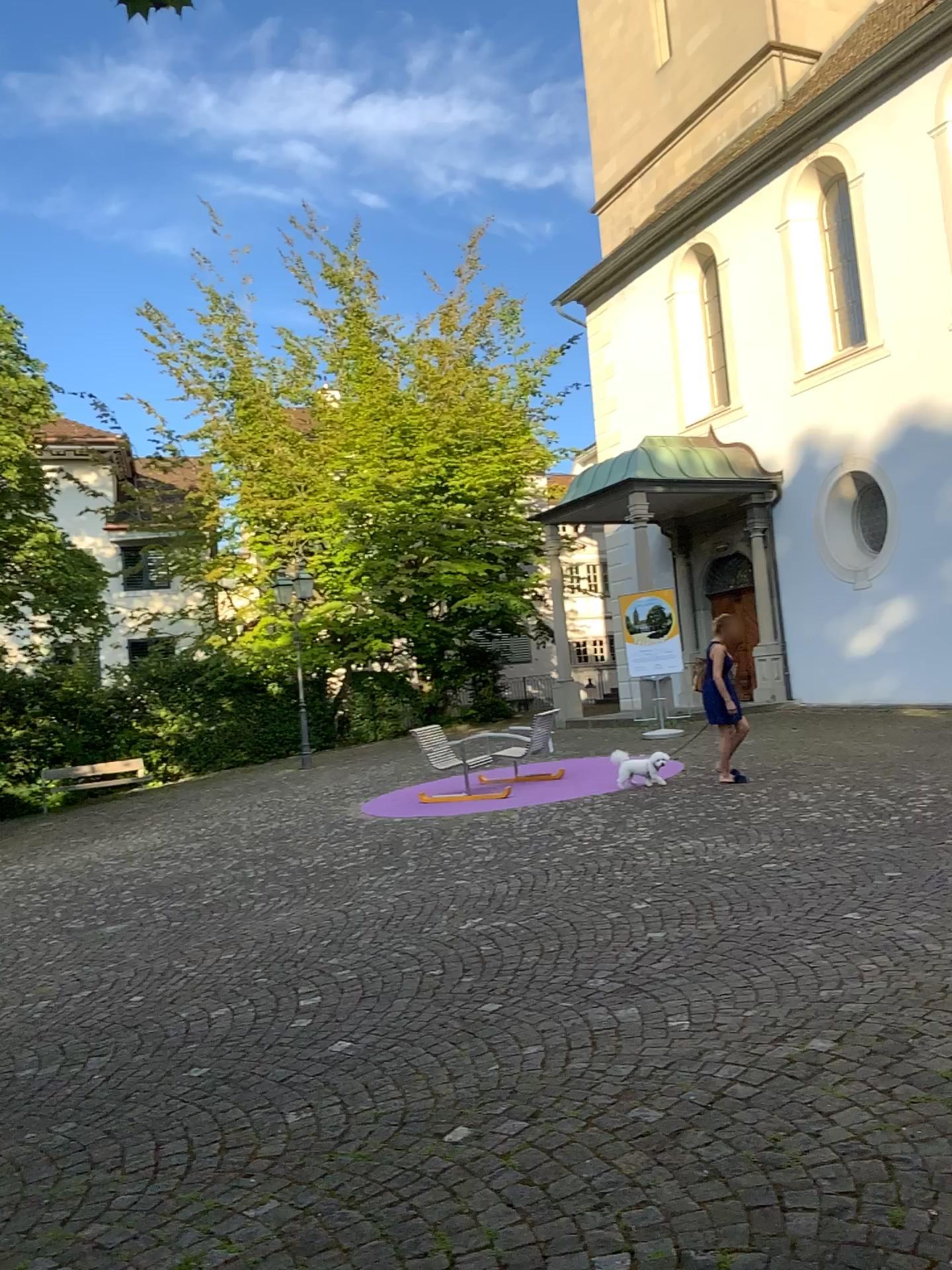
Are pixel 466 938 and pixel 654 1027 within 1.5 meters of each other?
no
